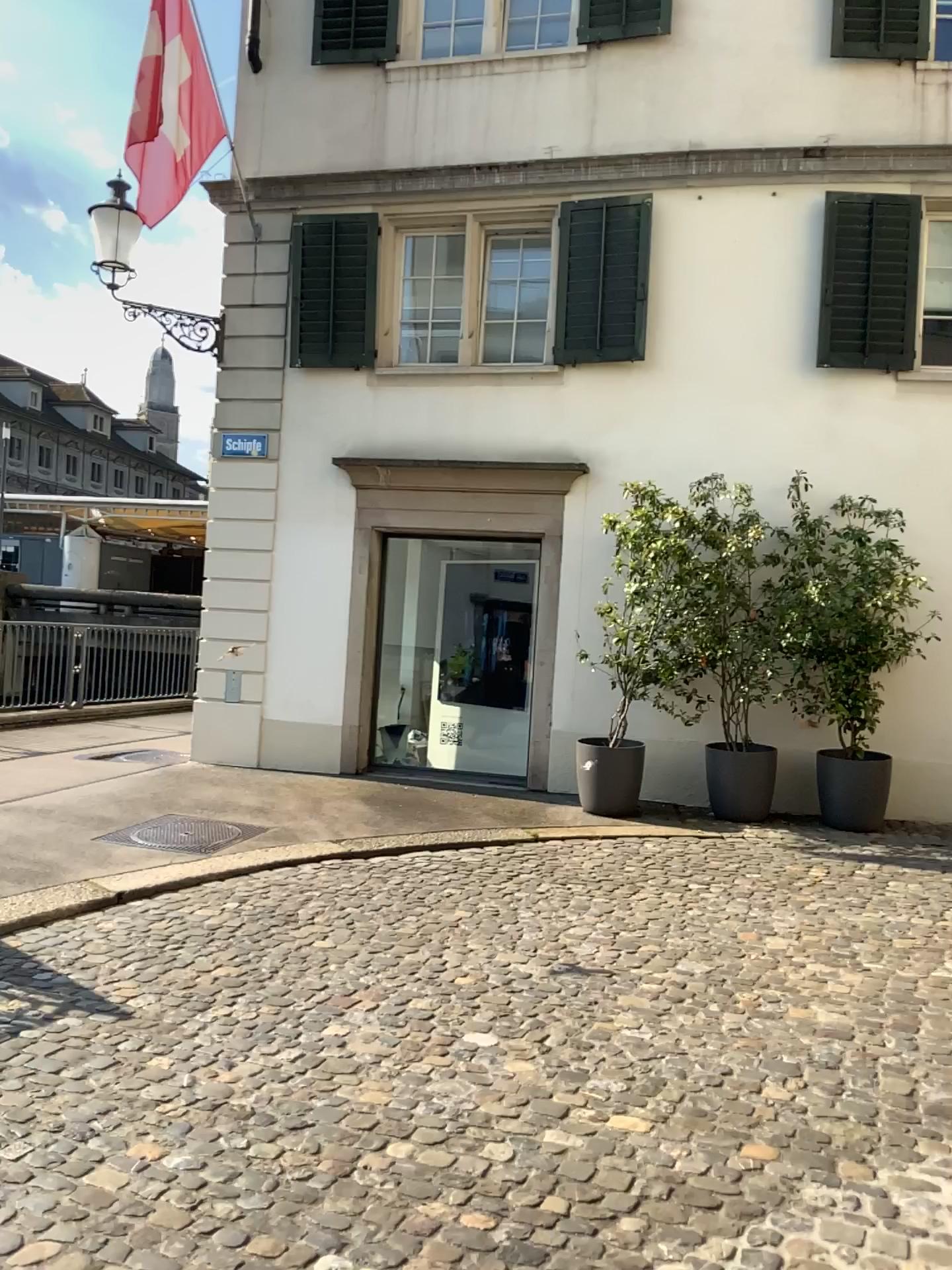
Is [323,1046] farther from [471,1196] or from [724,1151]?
[724,1151]
